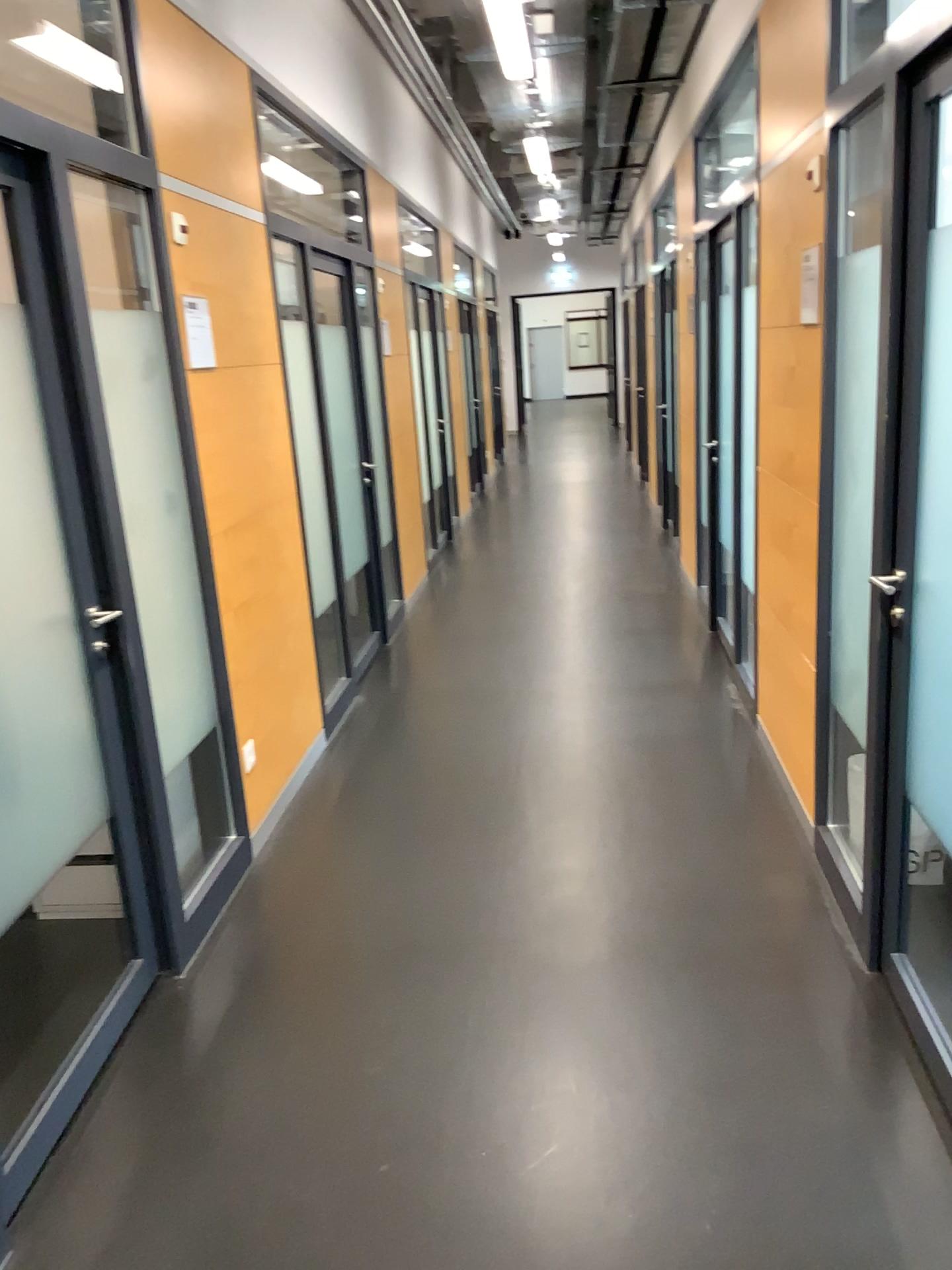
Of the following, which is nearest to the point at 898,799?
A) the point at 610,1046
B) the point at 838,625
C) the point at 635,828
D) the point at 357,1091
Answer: the point at 838,625
